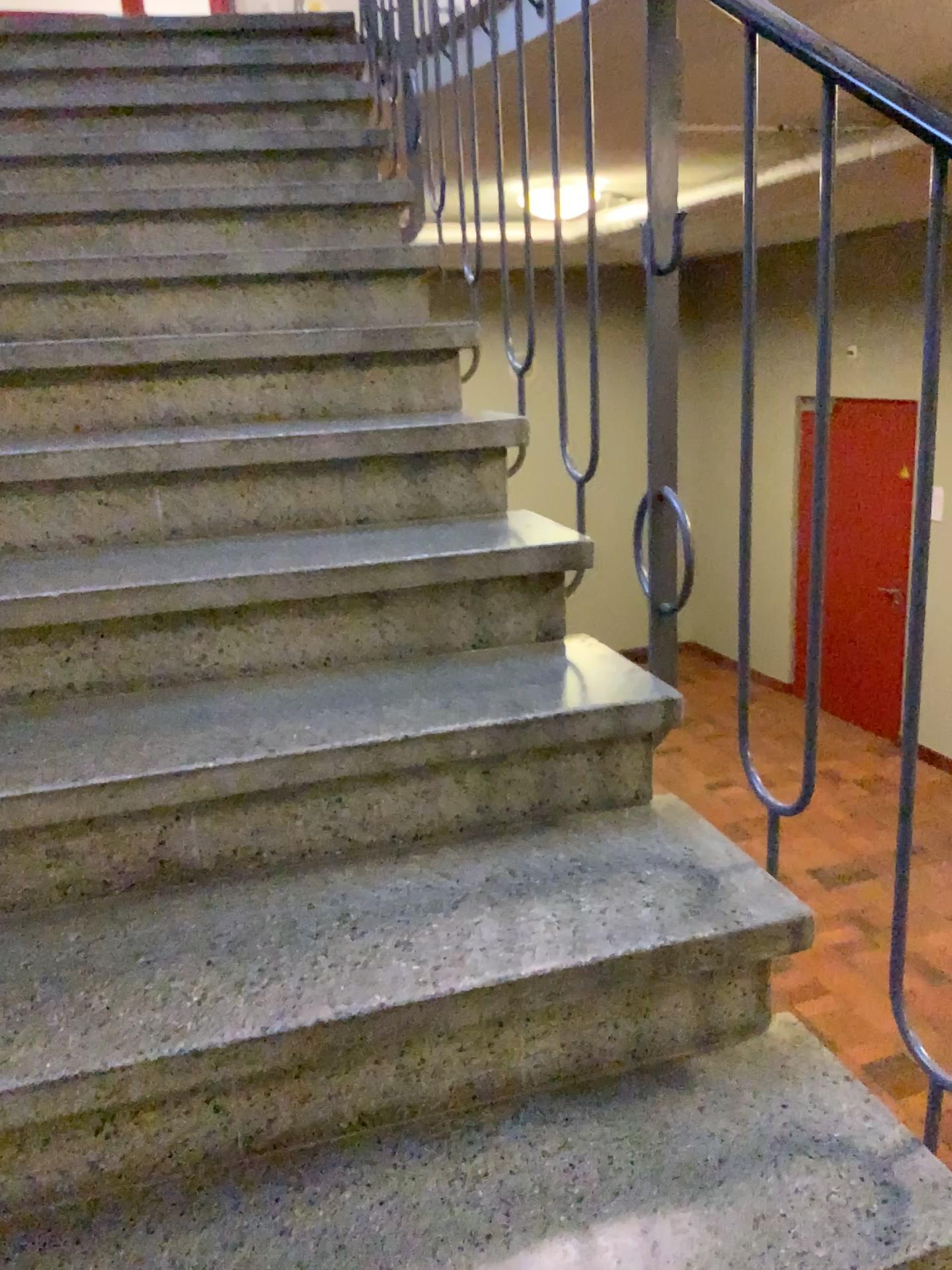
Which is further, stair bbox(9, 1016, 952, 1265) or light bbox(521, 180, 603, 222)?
light bbox(521, 180, 603, 222)

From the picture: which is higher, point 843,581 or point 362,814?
point 843,581

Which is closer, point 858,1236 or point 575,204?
point 858,1236

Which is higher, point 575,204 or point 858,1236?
point 575,204

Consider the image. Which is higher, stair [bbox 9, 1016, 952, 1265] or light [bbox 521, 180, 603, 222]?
light [bbox 521, 180, 603, 222]
